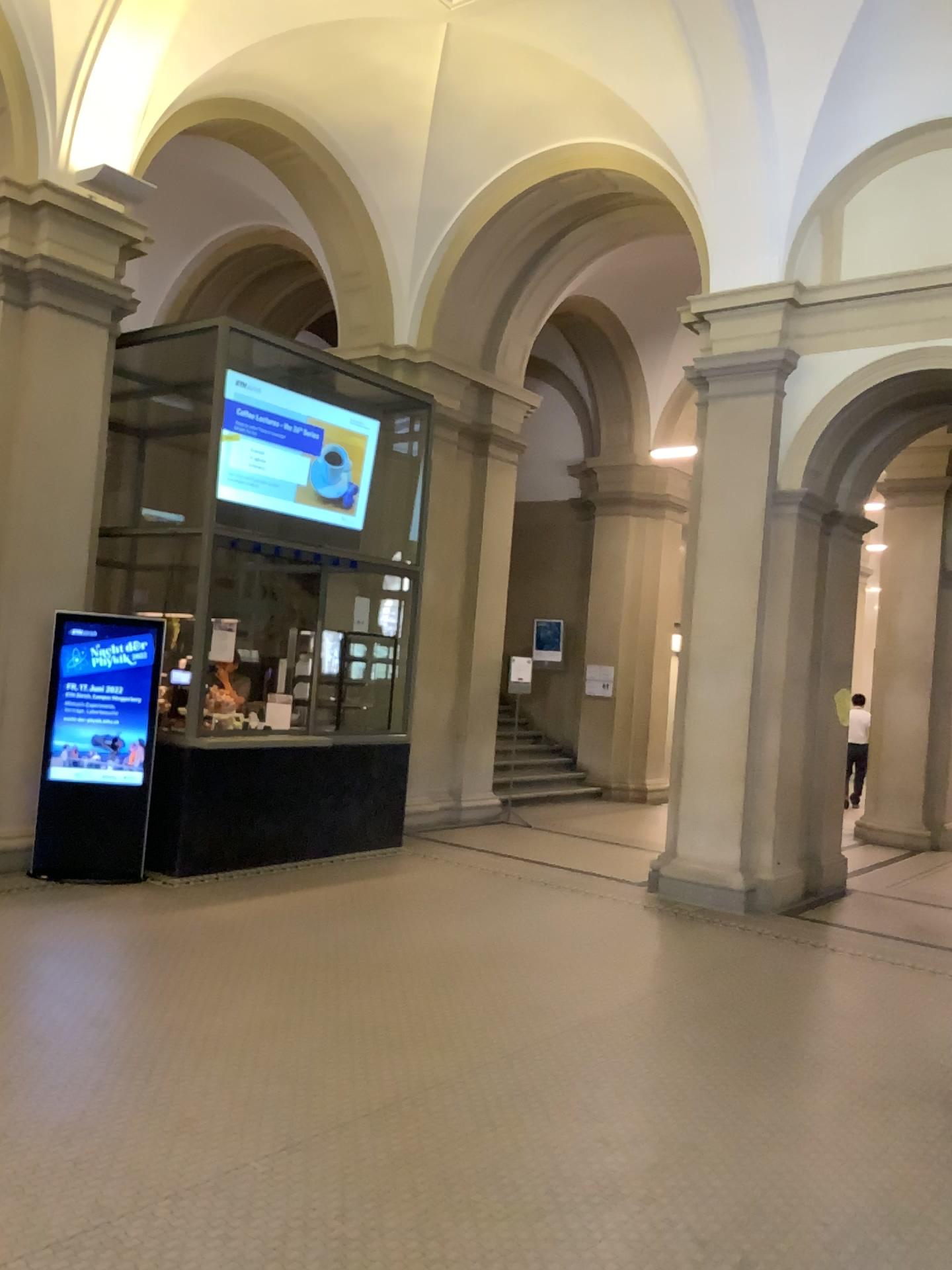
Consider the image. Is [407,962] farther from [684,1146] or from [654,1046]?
[684,1146]
